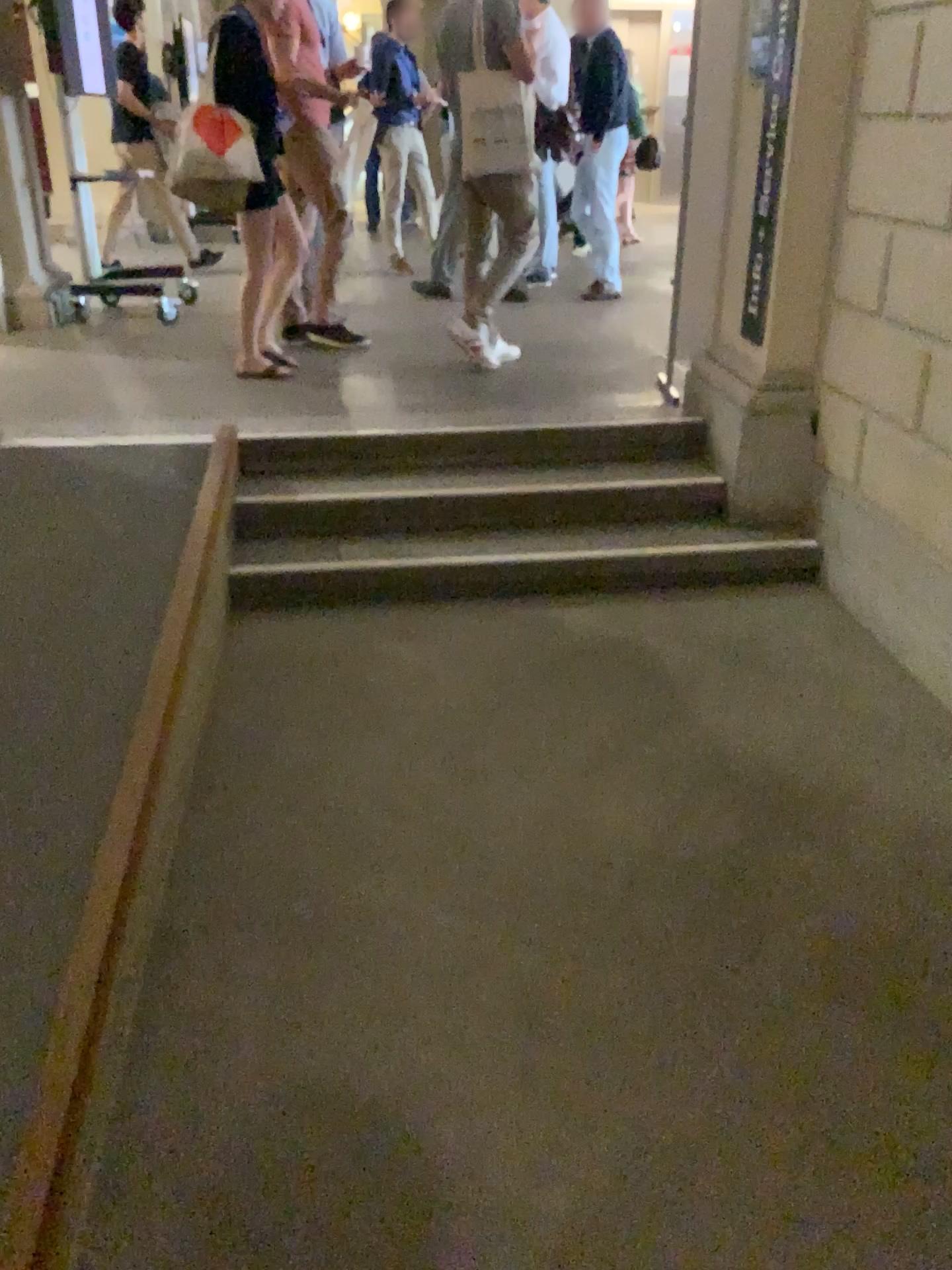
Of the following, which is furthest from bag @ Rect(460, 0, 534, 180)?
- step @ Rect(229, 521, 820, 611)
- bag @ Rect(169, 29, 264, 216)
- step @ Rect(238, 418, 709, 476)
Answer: step @ Rect(229, 521, 820, 611)

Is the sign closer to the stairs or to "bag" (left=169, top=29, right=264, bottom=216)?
the stairs

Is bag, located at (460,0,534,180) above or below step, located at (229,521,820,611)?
above

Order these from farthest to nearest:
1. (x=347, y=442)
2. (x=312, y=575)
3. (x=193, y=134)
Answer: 1. (x=193, y=134)
2. (x=347, y=442)
3. (x=312, y=575)

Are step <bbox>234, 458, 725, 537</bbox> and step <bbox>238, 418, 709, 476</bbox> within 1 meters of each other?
yes

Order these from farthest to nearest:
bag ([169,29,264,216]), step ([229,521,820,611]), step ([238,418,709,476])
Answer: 1. bag ([169,29,264,216])
2. step ([238,418,709,476])
3. step ([229,521,820,611])

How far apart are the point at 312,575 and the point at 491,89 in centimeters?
239cm

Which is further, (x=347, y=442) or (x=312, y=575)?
(x=347, y=442)

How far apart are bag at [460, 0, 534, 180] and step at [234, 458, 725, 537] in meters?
1.5 m

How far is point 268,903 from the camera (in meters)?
2.24
